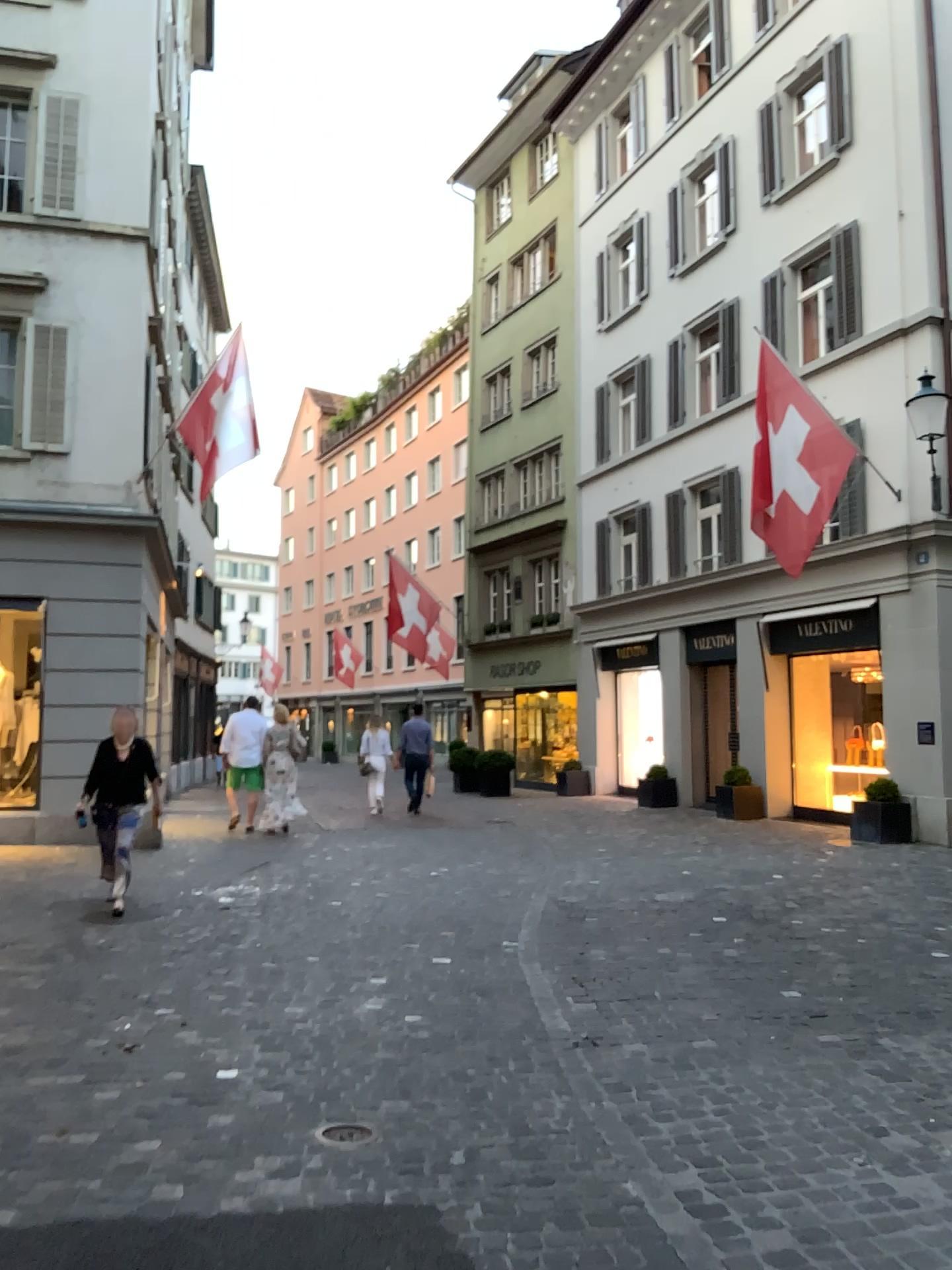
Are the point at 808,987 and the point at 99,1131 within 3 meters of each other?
no
